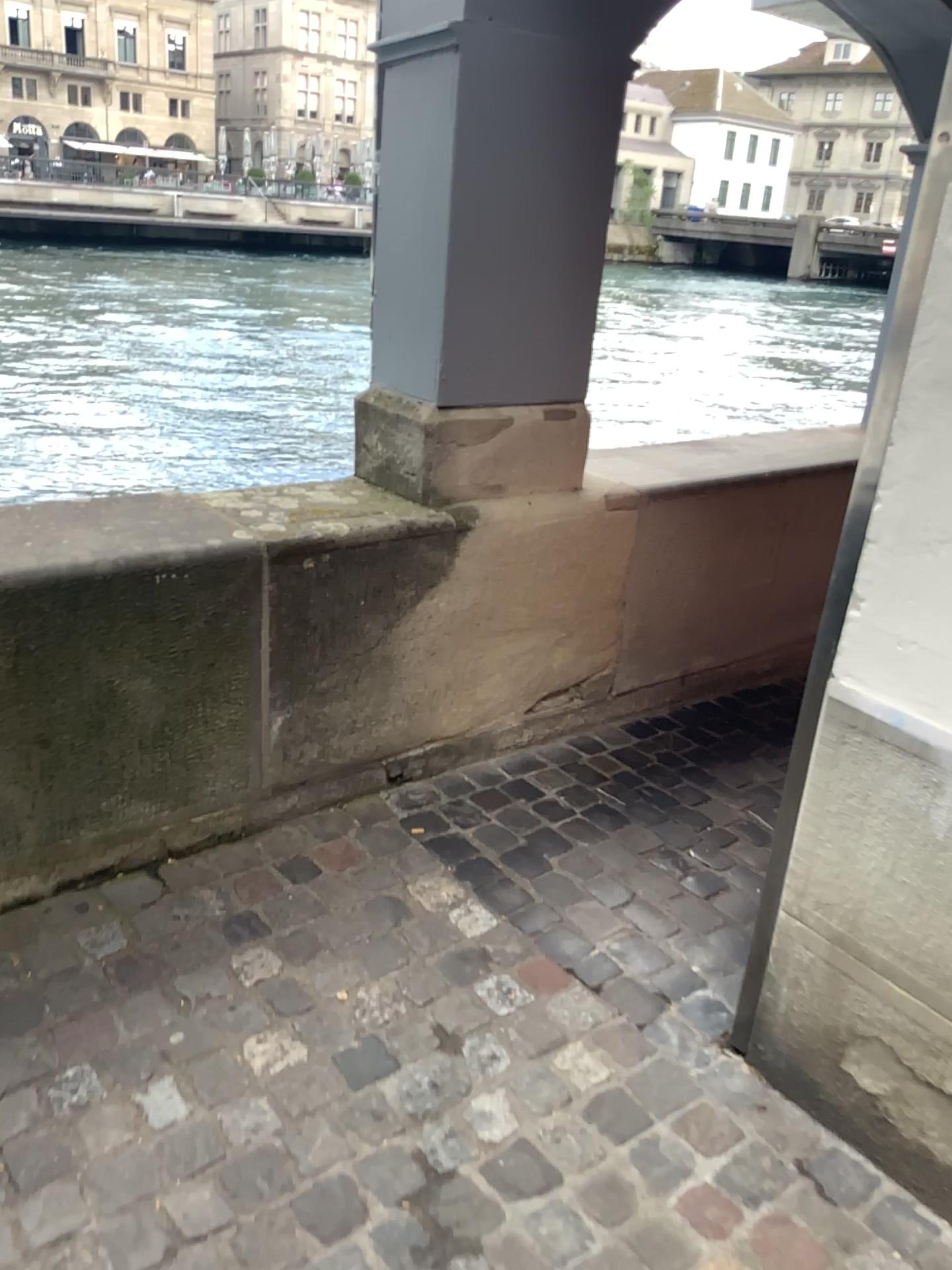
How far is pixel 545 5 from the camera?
2.2m

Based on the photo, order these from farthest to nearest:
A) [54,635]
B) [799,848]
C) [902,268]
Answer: [54,635], [799,848], [902,268]

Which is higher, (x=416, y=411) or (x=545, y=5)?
(x=545, y=5)

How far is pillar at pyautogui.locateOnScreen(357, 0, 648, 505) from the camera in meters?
2.2

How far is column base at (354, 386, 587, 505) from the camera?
2.4m

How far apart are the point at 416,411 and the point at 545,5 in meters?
0.9
